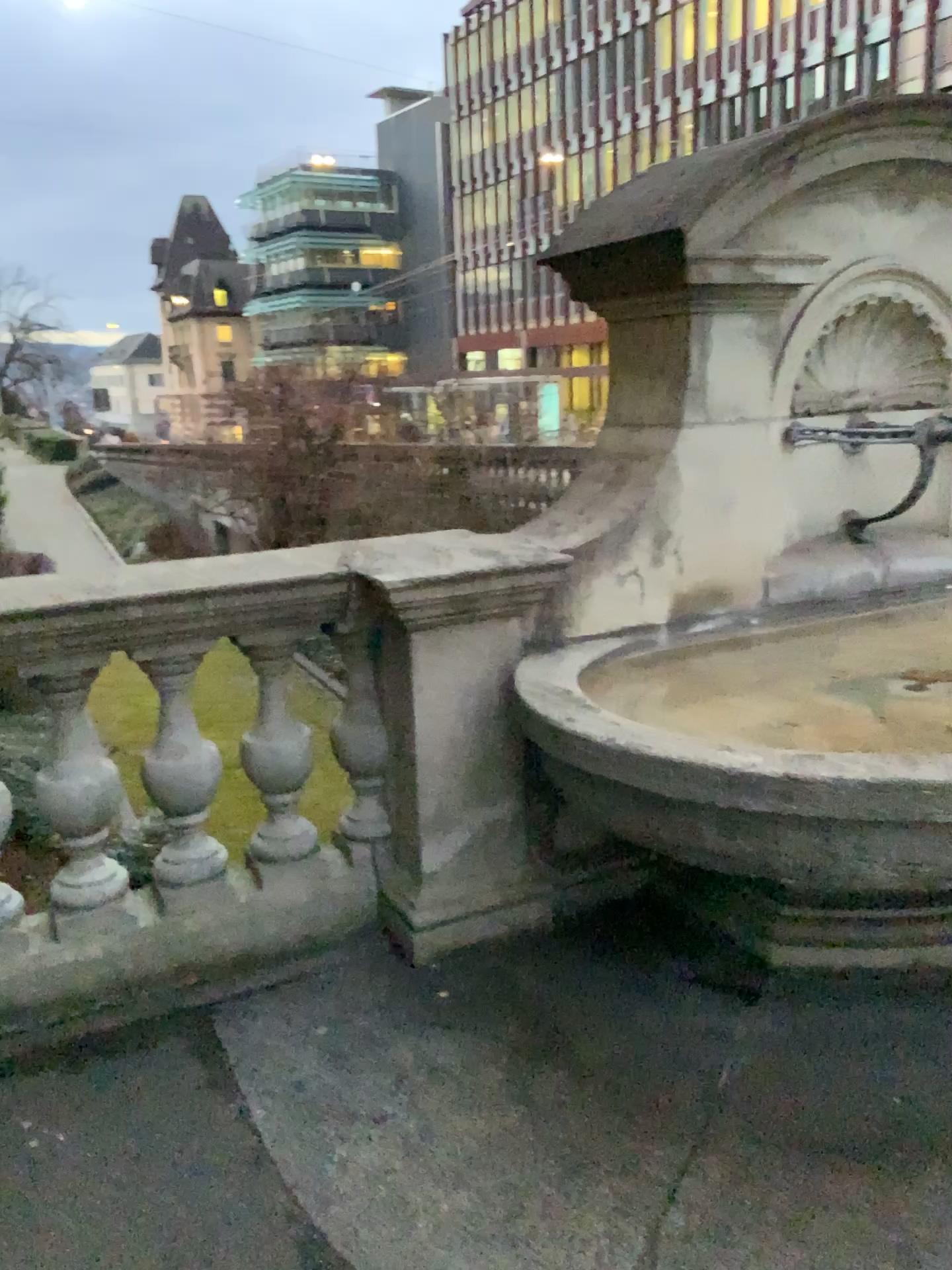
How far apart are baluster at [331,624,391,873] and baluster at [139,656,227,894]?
0.34m

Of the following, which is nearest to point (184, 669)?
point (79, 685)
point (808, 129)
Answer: point (79, 685)

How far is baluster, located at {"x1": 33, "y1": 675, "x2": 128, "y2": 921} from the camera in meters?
Answer: 2.6

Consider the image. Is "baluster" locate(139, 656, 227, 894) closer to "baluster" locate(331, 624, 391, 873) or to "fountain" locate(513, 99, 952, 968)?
"baluster" locate(331, 624, 391, 873)

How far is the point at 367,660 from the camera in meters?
2.9

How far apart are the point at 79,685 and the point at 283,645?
0.5 meters

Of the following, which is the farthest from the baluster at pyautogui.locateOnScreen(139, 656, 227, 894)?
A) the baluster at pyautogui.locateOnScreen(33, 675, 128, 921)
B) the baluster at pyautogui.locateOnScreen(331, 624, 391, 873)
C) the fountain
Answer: the fountain

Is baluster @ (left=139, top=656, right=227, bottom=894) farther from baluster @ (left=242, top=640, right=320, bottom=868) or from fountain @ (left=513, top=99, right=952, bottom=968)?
fountain @ (left=513, top=99, right=952, bottom=968)

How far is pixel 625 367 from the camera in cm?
303

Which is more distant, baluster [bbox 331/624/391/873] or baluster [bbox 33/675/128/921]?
baluster [bbox 331/624/391/873]
